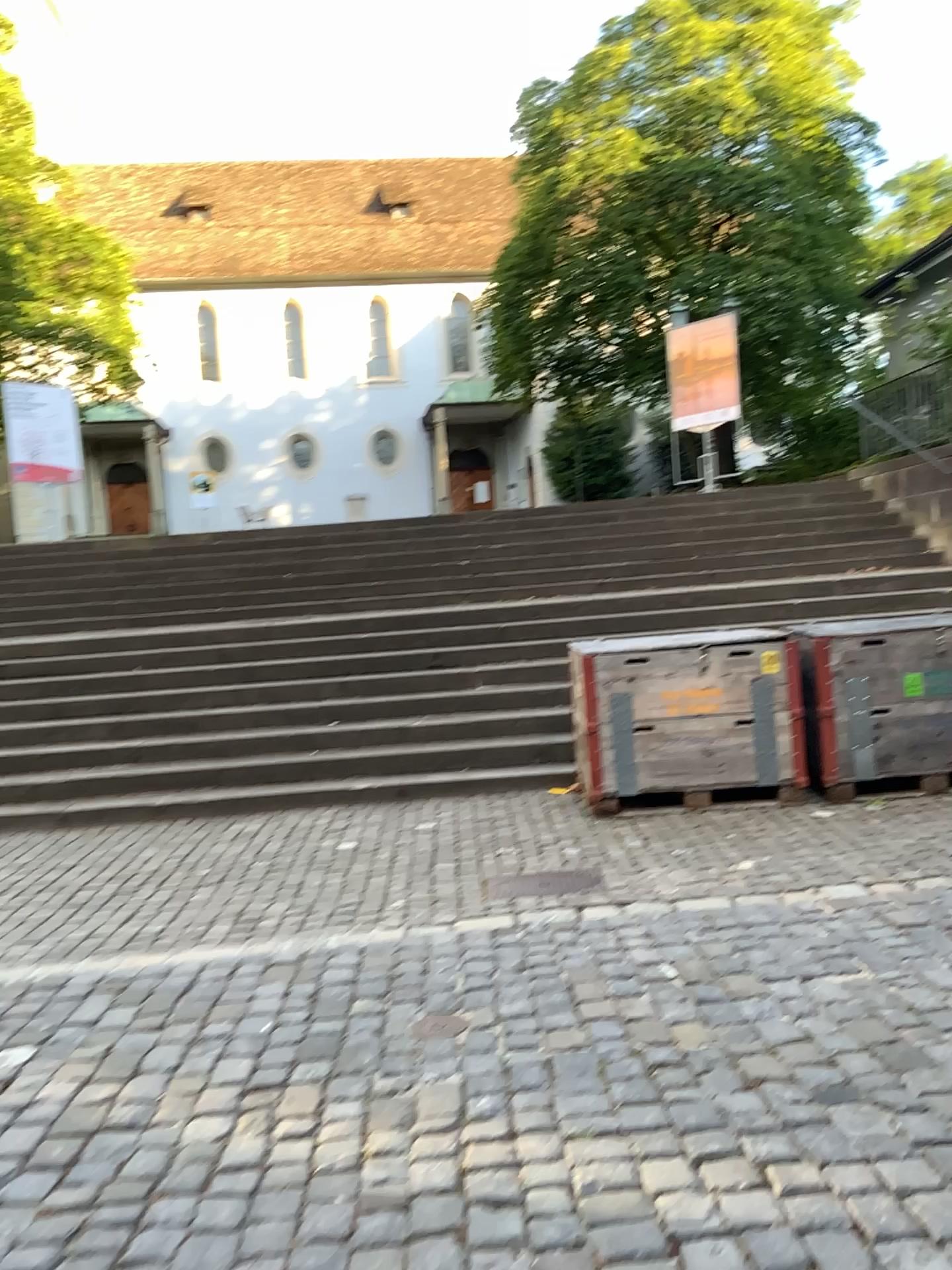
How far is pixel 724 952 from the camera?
3.9m
